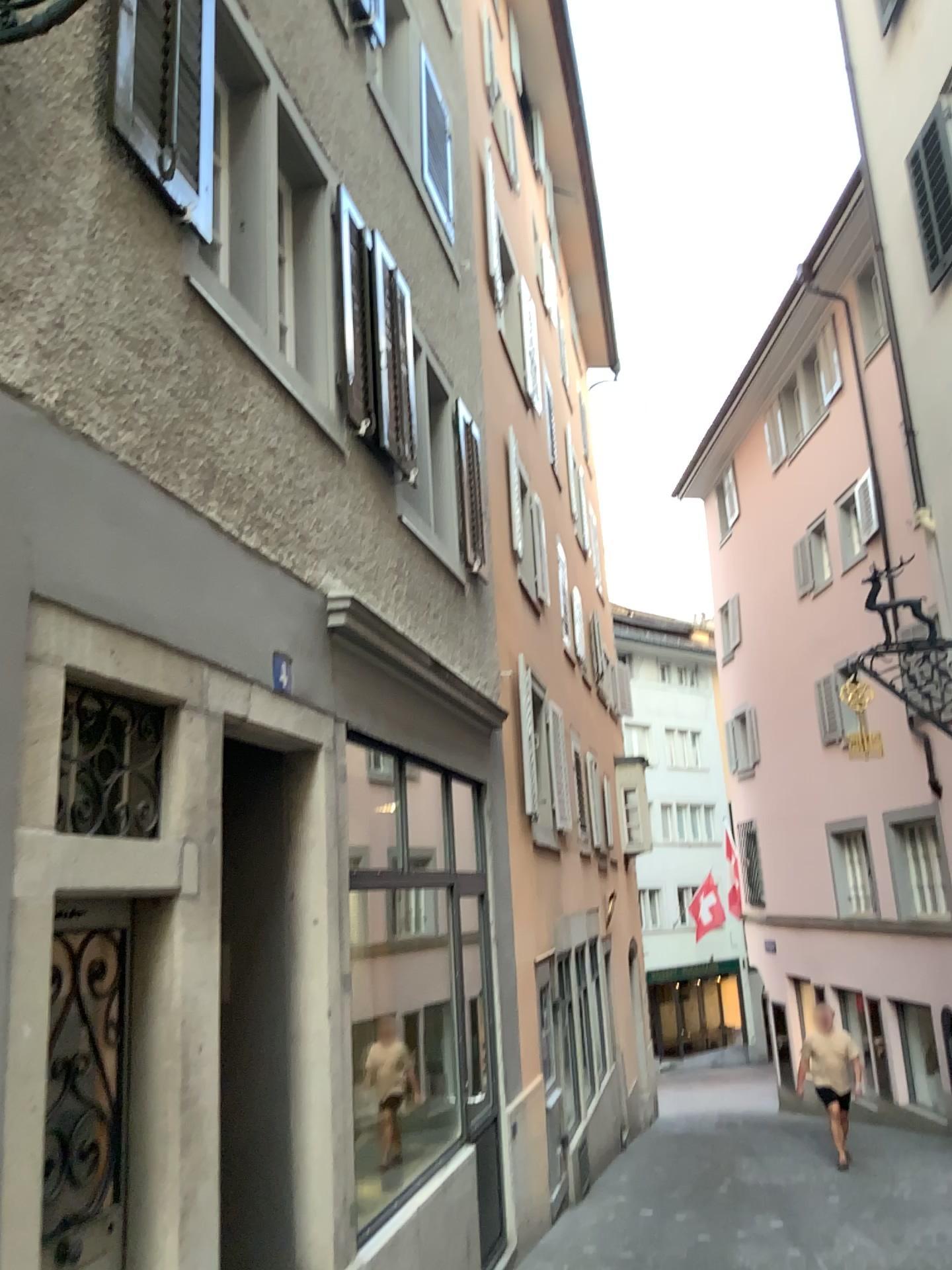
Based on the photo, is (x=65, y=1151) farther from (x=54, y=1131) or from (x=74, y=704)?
(x=74, y=704)

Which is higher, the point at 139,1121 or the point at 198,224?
the point at 198,224

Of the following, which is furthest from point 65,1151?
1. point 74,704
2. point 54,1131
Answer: point 74,704

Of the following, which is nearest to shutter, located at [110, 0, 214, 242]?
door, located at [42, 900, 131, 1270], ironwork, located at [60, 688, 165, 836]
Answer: ironwork, located at [60, 688, 165, 836]

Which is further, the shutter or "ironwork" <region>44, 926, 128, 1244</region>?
the shutter

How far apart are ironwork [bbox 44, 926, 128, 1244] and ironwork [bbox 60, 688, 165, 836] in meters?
0.3

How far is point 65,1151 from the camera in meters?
2.8

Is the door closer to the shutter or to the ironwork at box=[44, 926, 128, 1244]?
the ironwork at box=[44, 926, 128, 1244]

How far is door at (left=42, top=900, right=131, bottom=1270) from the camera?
2.8m

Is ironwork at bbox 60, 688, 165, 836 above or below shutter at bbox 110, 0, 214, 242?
below
